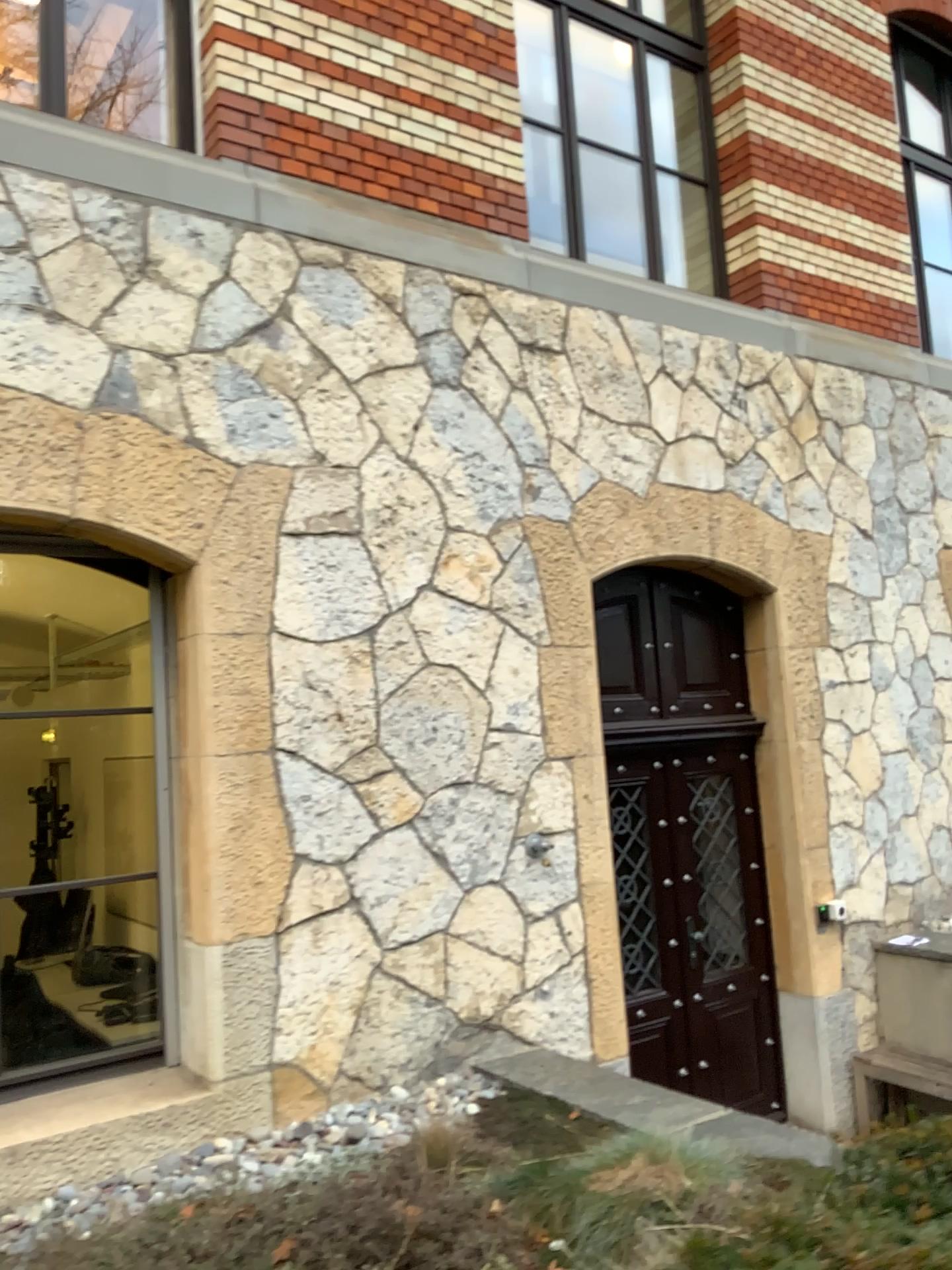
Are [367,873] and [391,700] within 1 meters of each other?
yes

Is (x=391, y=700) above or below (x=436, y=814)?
above

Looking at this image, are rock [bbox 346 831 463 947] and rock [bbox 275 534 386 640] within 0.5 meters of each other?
no

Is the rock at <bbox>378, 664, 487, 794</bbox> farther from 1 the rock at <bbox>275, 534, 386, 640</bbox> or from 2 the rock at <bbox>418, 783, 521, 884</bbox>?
1 the rock at <bbox>275, 534, 386, 640</bbox>

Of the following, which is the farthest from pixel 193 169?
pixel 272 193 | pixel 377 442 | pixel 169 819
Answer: pixel 169 819

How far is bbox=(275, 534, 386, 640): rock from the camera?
4.0 meters

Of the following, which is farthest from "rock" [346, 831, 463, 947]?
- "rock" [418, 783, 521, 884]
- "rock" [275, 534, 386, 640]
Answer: "rock" [275, 534, 386, 640]

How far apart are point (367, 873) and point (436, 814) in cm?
38

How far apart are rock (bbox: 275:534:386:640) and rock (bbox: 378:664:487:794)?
0.3 meters

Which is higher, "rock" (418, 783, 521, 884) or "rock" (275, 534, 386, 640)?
"rock" (275, 534, 386, 640)
